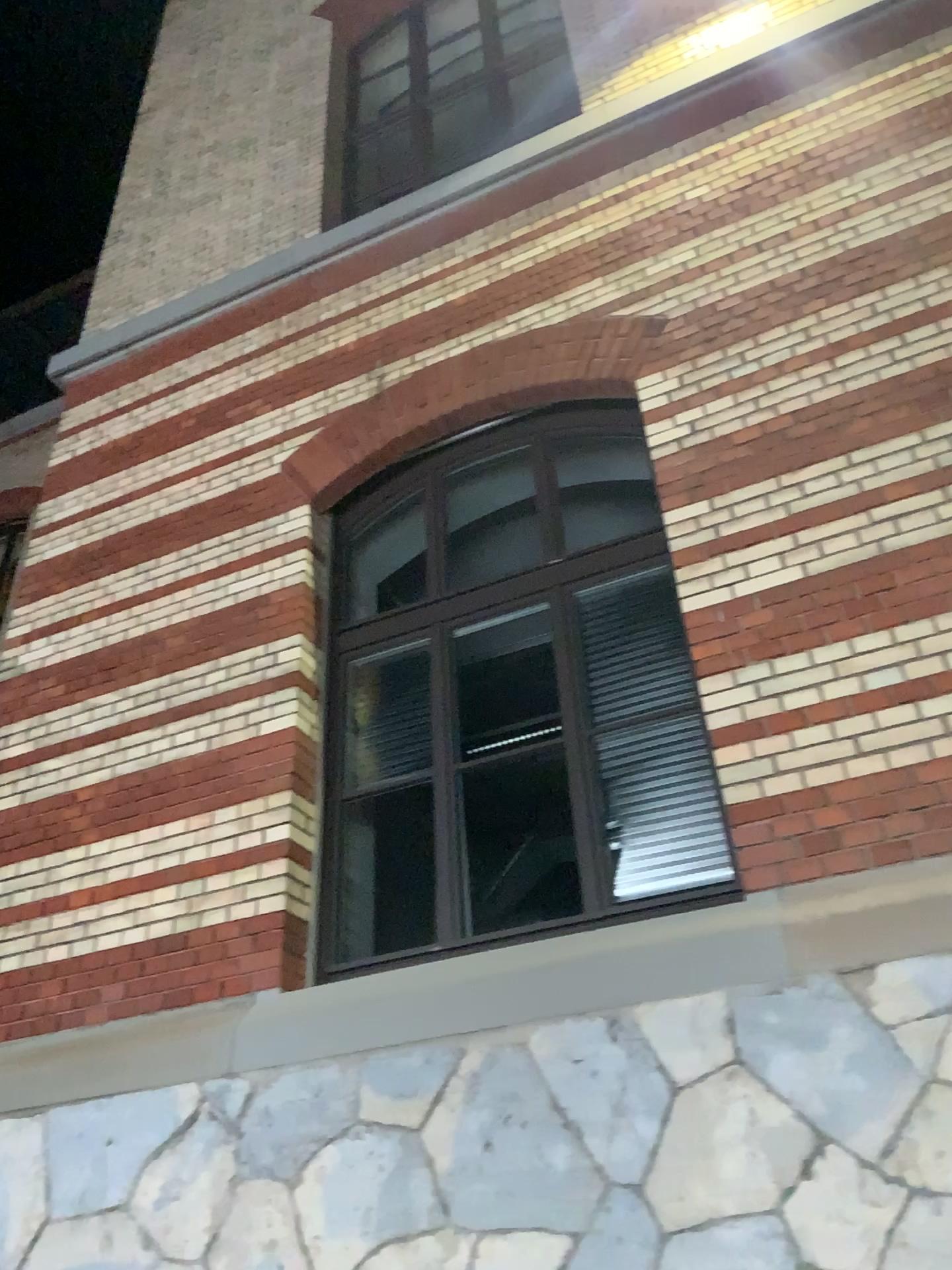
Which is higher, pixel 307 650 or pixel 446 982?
pixel 307 650
